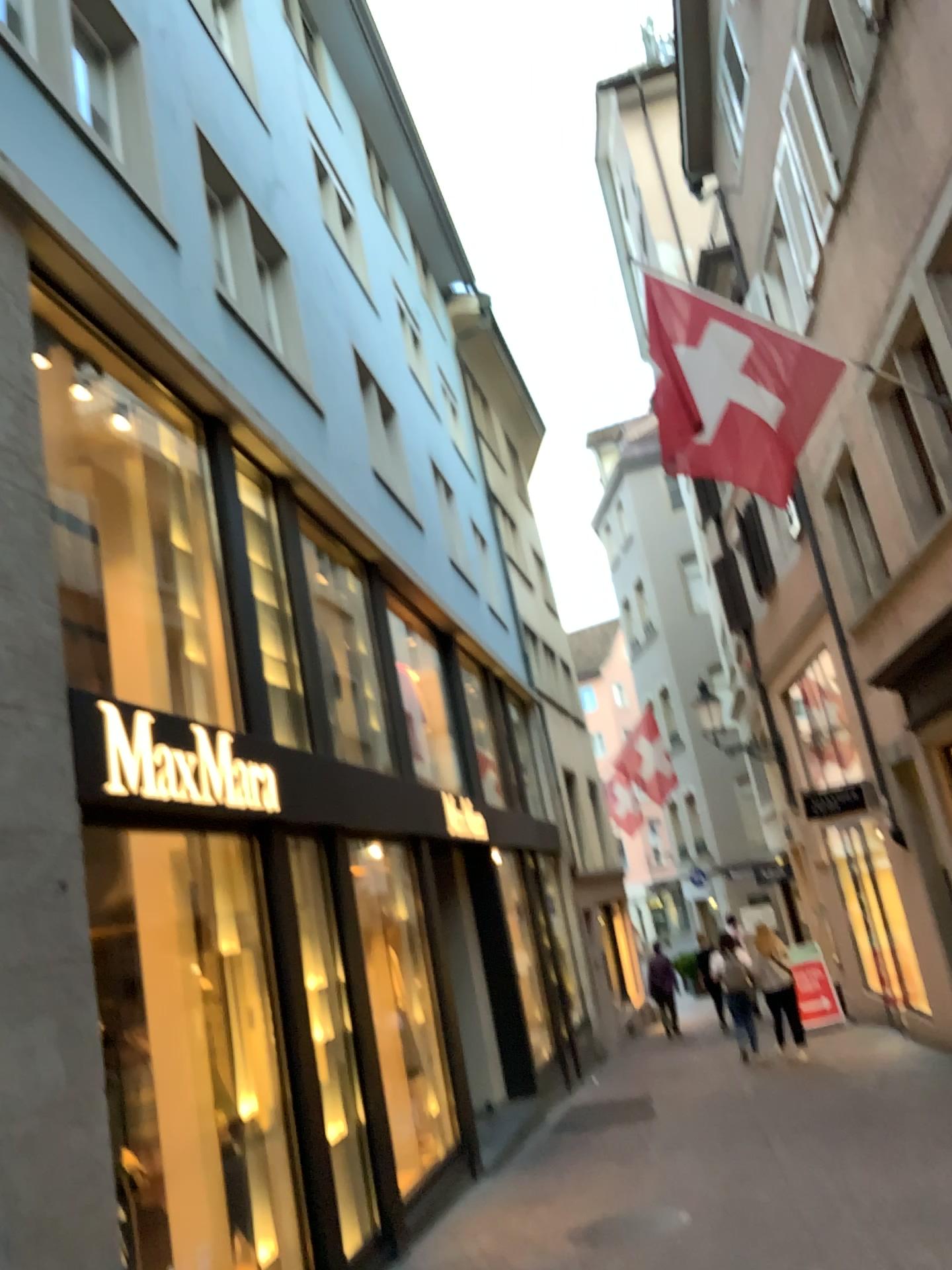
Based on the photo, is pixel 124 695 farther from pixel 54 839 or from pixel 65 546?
pixel 54 839
